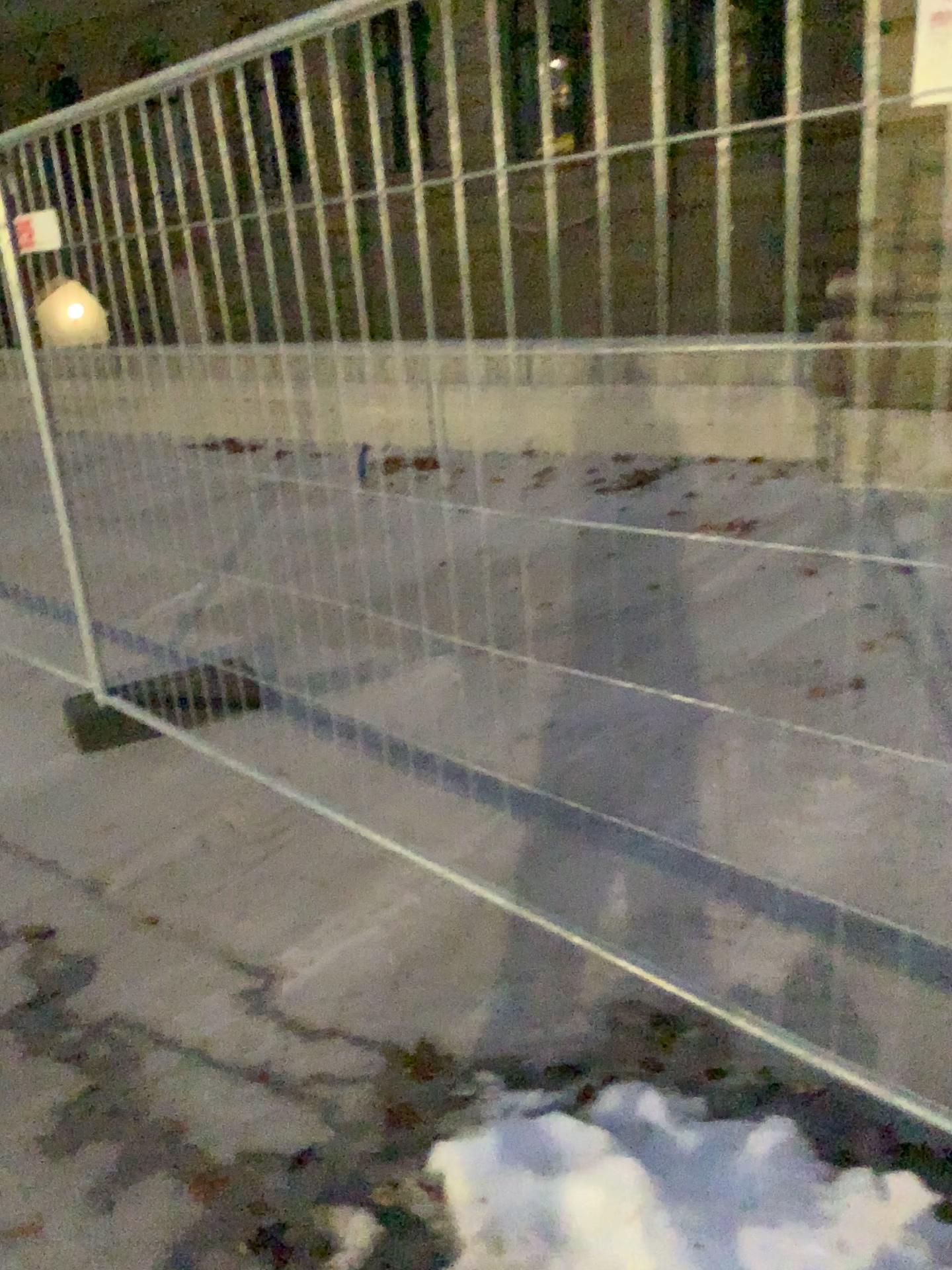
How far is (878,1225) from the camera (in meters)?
1.48

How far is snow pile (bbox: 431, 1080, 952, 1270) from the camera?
1.5 meters

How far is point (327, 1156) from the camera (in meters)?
1.86
